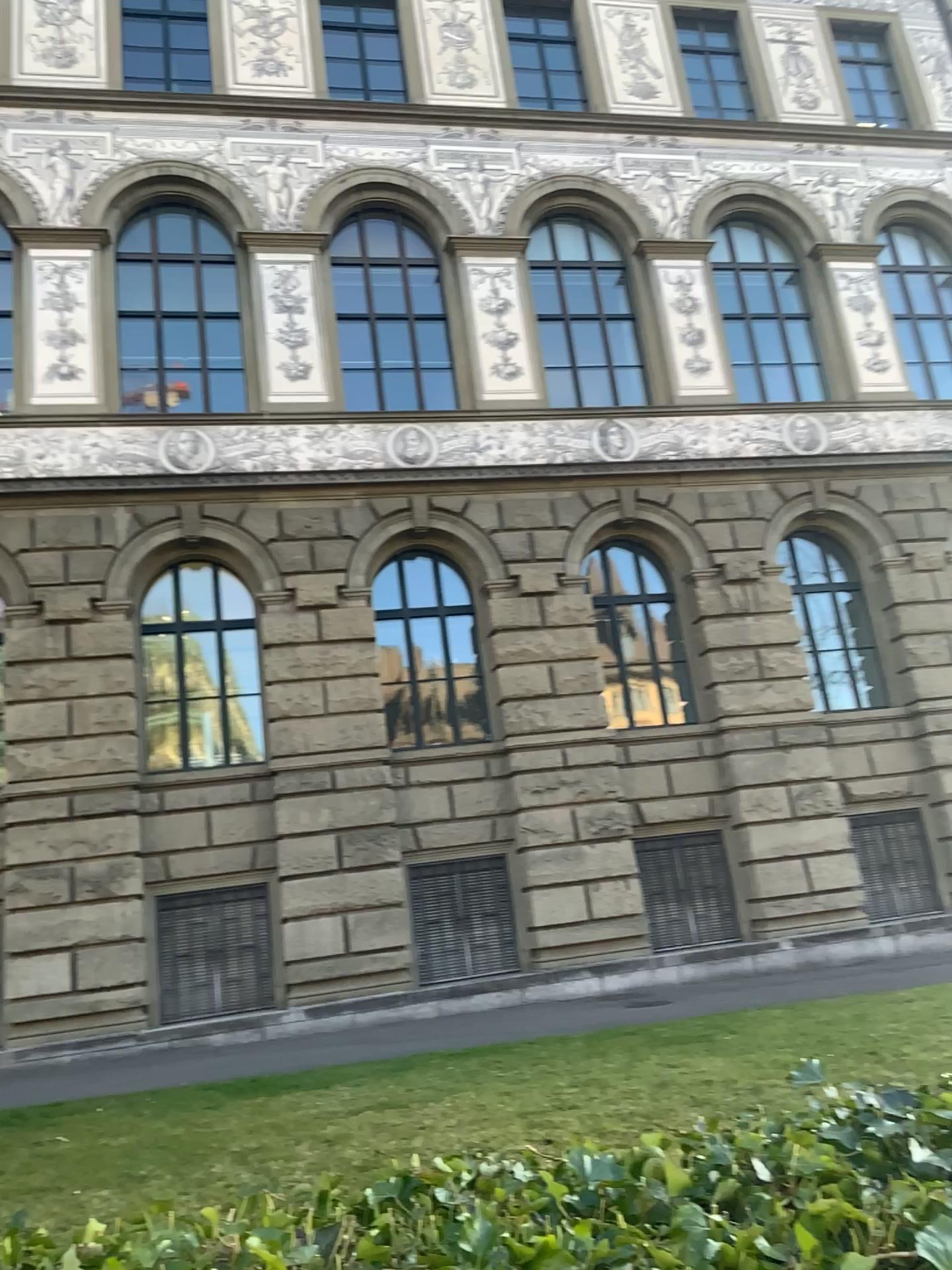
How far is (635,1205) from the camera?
1.2 meters
